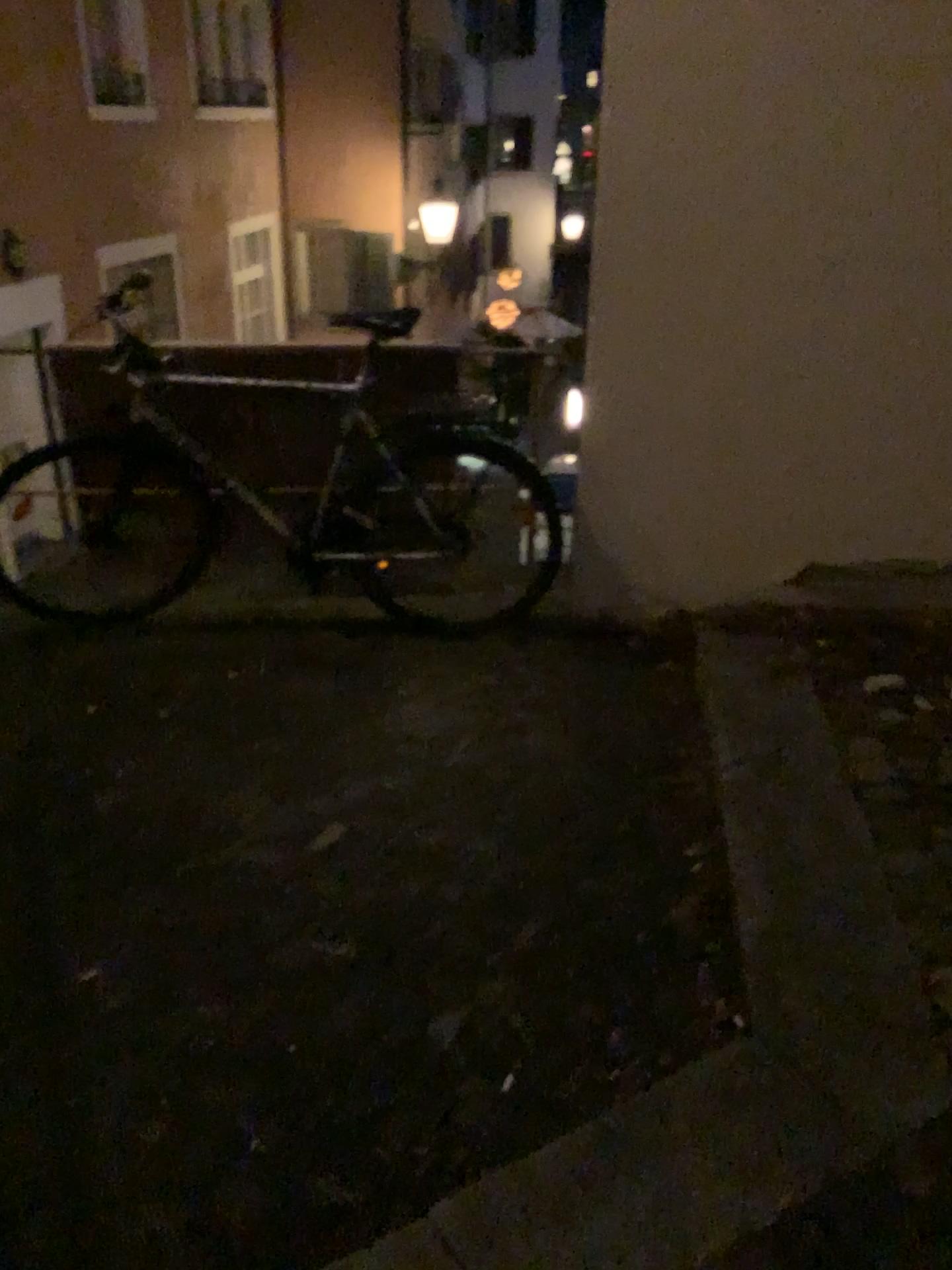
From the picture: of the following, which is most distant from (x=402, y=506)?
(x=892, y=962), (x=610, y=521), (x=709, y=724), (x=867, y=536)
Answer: (x=892, y=962)
